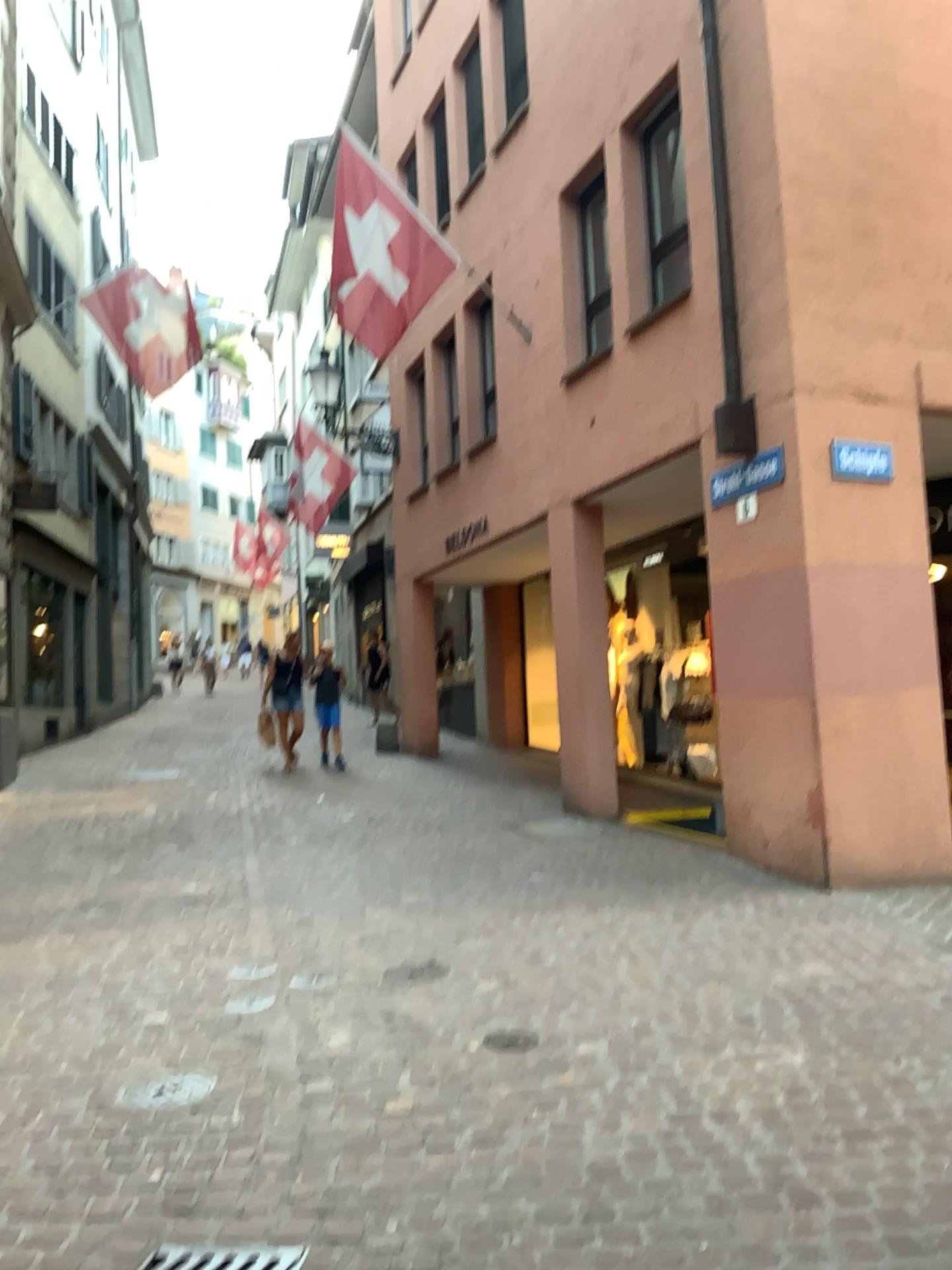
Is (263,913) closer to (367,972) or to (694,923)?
(367,972)

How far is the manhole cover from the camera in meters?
3.3 m

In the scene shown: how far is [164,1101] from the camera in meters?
3.3 m
